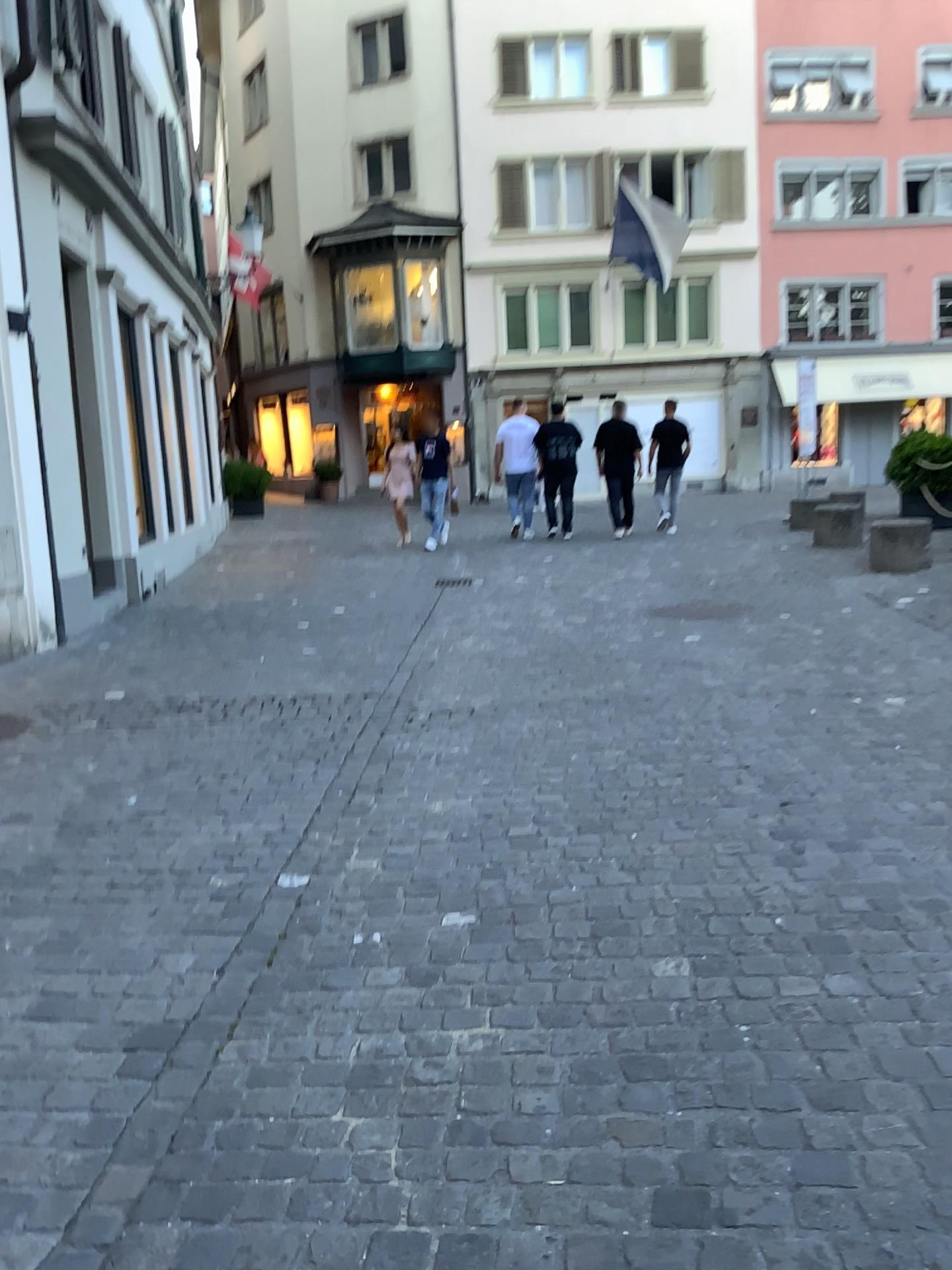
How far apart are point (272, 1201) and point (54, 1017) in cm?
89
